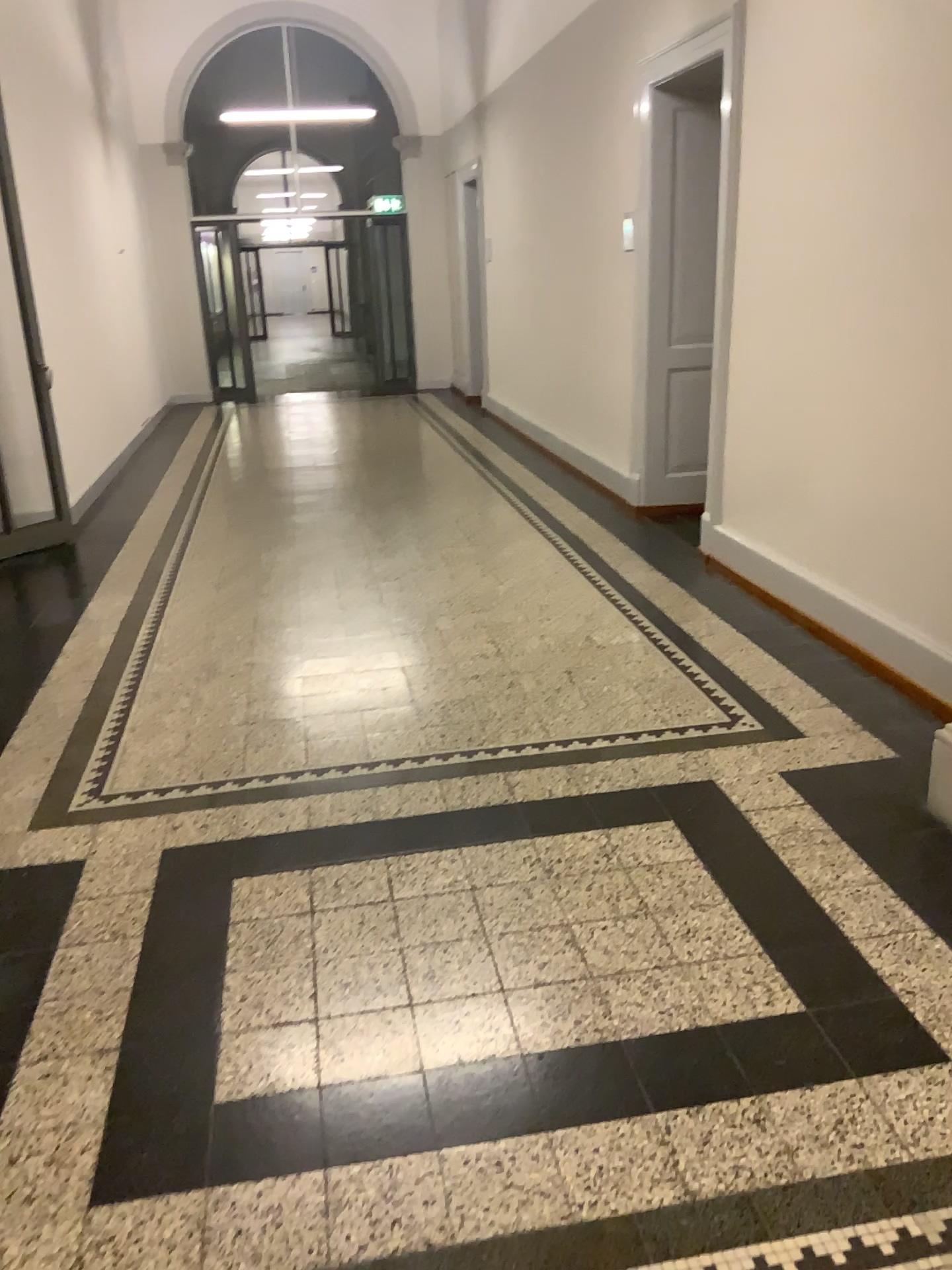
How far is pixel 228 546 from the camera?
5.89m
